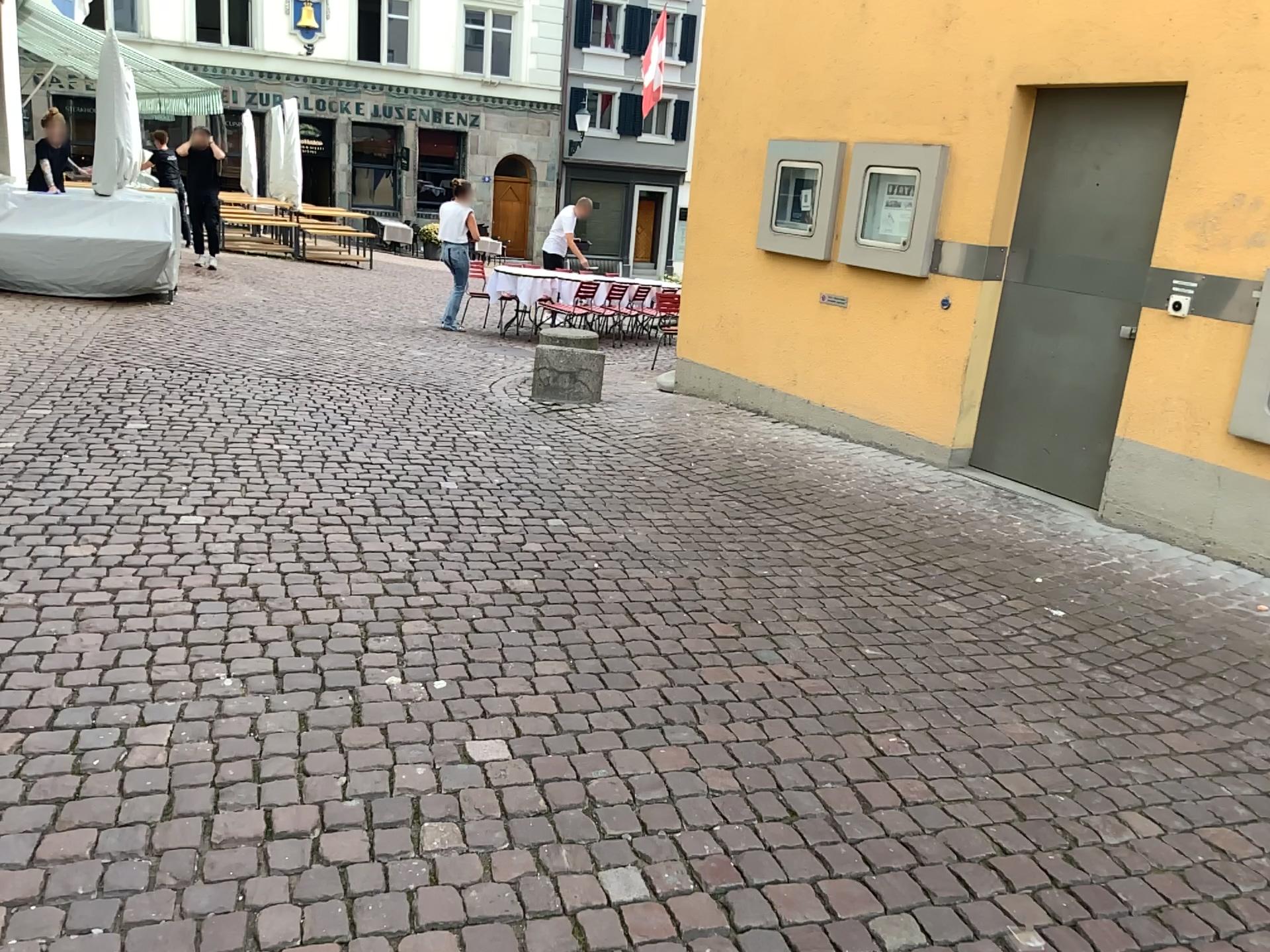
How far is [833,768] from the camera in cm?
266
